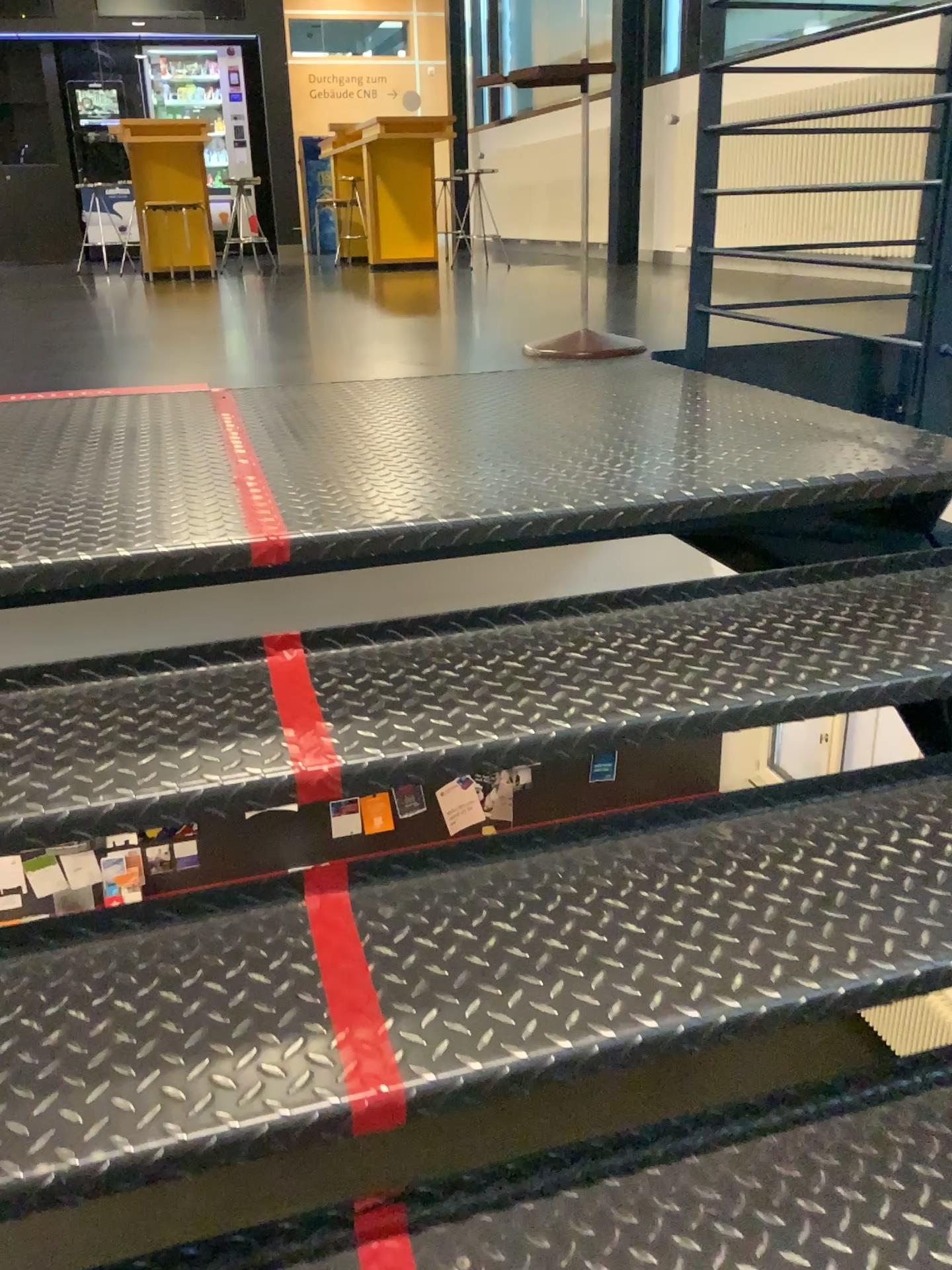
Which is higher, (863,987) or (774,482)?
(774,482)
